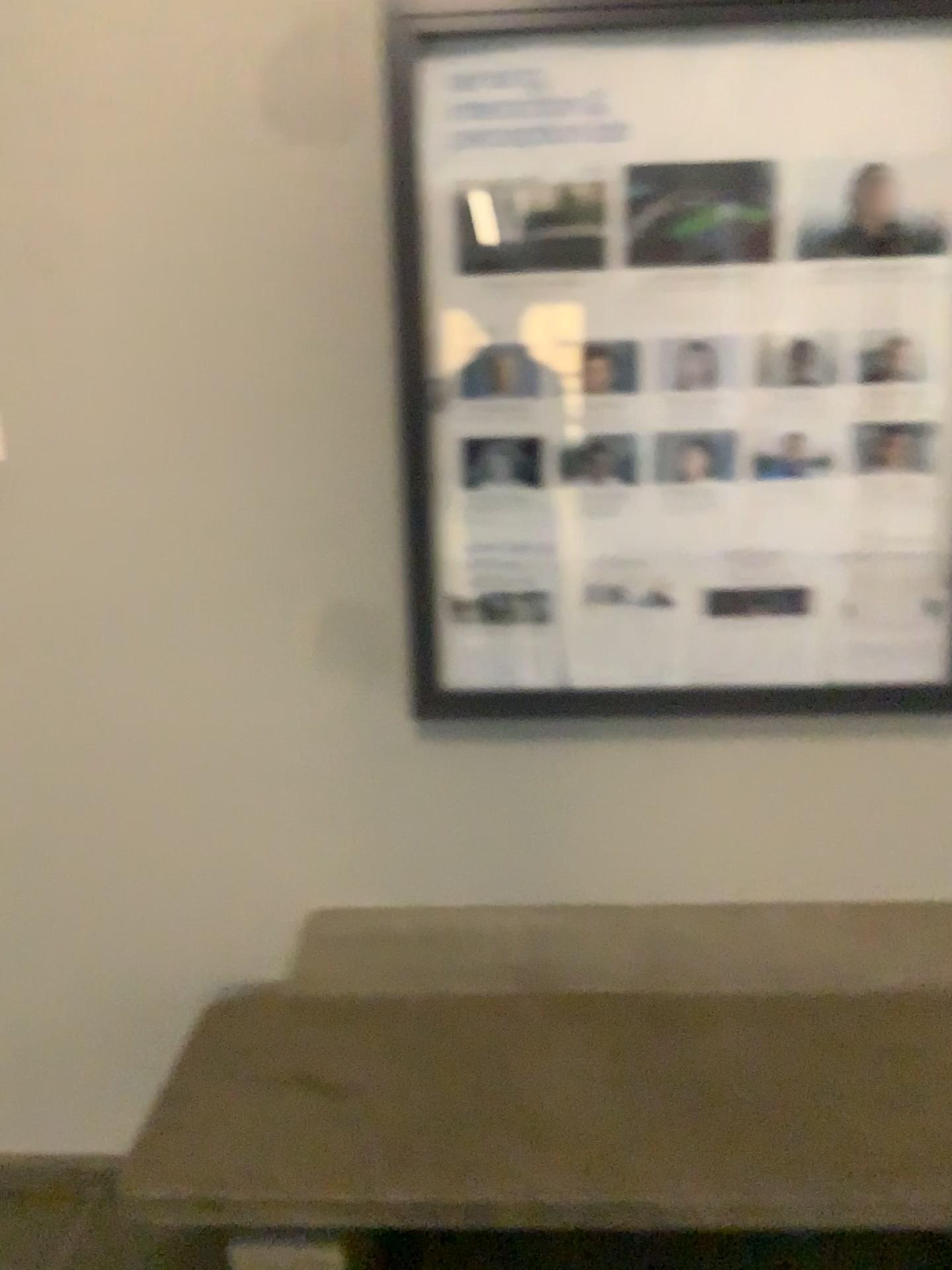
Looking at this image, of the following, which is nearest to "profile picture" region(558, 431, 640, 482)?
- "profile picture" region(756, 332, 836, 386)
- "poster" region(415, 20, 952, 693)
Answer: "poster" region(415, 20, 952, 693)

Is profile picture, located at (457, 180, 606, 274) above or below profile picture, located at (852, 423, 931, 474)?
above

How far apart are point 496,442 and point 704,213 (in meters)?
0.48

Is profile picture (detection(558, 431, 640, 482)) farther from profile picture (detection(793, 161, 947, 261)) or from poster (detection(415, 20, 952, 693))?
profile picture (detection(793, 161, 947, 261))

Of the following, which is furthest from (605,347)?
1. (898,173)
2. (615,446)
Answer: (898,173)

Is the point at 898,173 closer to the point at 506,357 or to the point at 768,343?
the point at 768,343

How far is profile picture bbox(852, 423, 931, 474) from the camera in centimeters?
174cm

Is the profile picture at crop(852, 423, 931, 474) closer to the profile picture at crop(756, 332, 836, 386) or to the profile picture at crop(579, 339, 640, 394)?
the profile picture at crop(756, 332, 836, 386)

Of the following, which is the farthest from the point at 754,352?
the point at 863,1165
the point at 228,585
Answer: the point at 863,1165

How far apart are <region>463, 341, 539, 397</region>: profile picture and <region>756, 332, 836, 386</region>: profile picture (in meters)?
0.39
